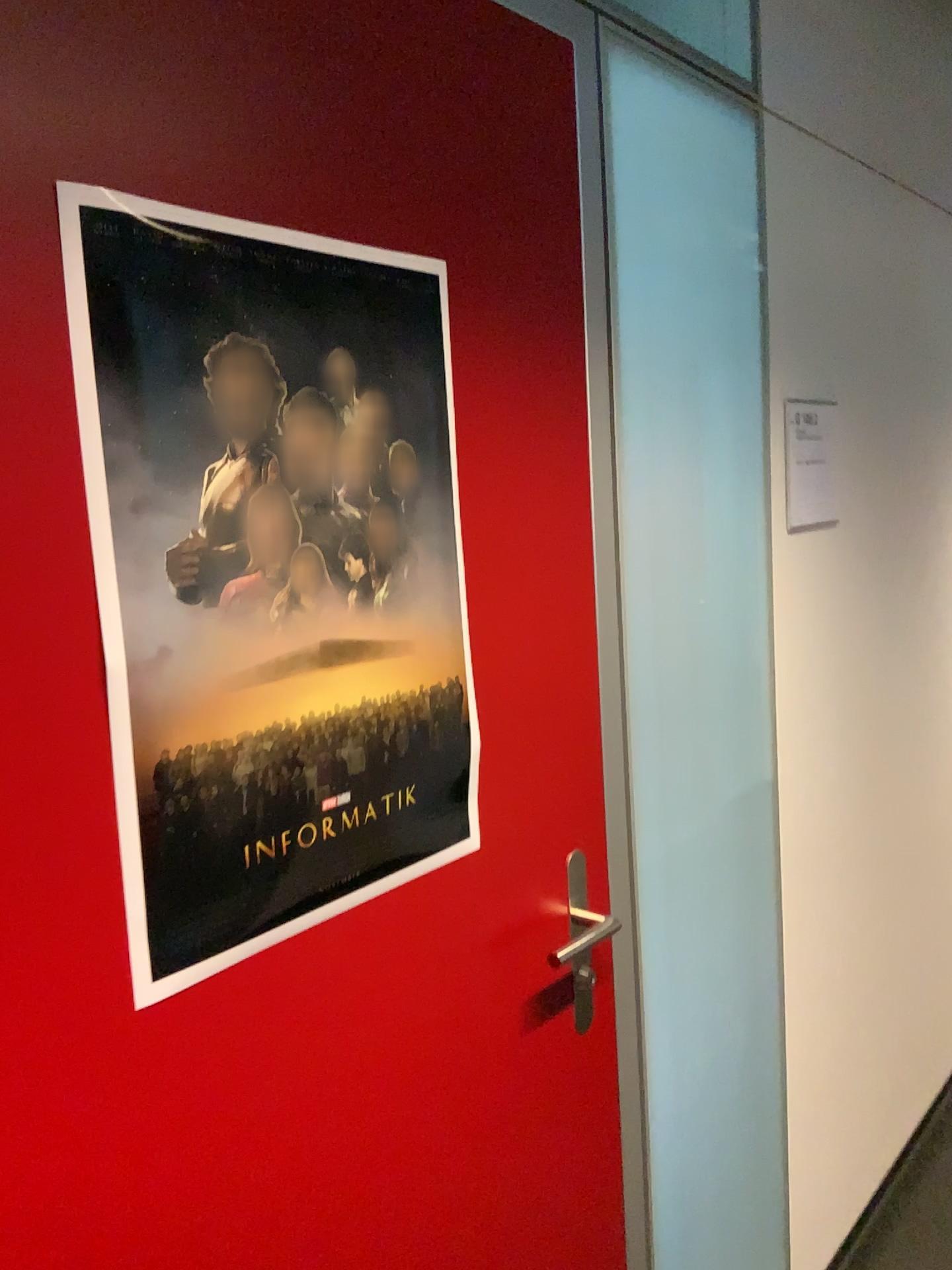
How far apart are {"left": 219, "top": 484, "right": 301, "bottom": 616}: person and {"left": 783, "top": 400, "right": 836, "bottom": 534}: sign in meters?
1.1

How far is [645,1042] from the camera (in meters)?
1.46

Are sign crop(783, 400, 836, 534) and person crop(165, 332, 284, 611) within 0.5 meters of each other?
no

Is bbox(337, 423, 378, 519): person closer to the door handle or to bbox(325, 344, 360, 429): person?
bbox(325, 344, 360, 429): person

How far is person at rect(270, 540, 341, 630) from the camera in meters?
0.9 m

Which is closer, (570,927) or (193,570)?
(193,570)

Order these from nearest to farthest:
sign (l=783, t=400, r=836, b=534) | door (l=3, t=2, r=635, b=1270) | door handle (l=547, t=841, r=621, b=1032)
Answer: door (l=3, t=2, r=635, b=1270) < door handle (l=547, t=841, r=621, b=1032) < sign (l=783, t=400, r=836, b=534)

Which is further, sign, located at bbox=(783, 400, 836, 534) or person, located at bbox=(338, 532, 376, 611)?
sign, located at bbox=(783, 400, 836, 534)

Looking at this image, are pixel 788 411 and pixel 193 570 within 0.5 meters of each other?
no

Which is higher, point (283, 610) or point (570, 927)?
point (283, 610)
